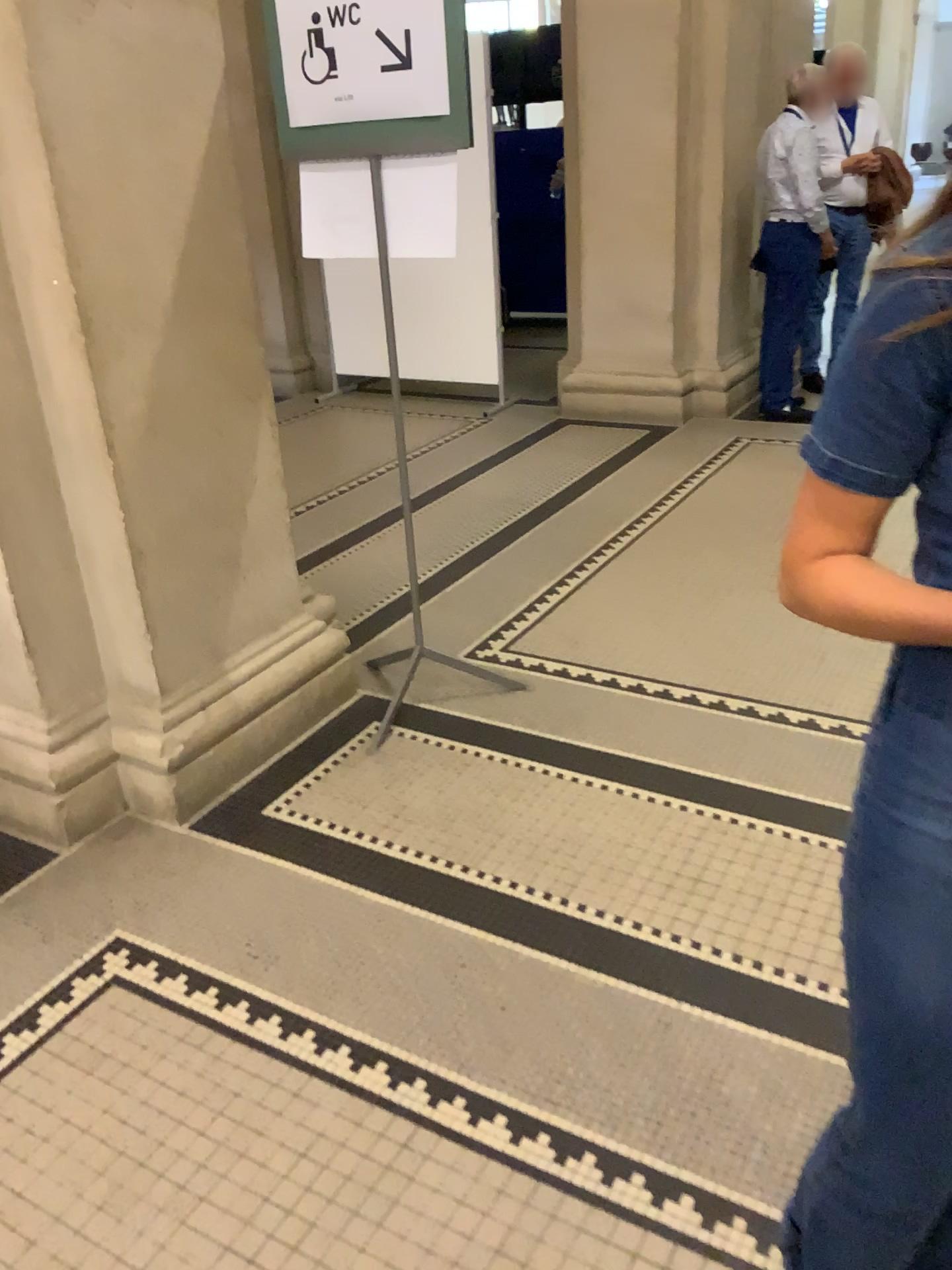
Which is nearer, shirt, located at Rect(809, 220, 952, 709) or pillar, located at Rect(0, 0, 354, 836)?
shirt, located at Rect(809, 220, 952, 709)

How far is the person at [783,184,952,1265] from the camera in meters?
0.9 m

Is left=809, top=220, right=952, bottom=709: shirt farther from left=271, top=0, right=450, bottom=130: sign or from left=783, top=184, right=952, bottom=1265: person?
left=271, top=0, right=450, bottom=130: sign

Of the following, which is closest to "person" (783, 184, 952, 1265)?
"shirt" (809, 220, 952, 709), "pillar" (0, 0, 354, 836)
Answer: "shirt" (809, 220, 952, 709)

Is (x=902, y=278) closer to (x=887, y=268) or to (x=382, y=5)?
(x=887, y=268)

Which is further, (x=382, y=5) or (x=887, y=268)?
(x=382, y=5)

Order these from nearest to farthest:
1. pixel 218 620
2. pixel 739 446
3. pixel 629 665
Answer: pixel 218 620 → pixel 629 665 → pixel 739 446

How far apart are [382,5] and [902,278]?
1.9m

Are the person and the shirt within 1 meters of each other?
yes

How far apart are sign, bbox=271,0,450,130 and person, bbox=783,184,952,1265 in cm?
172
